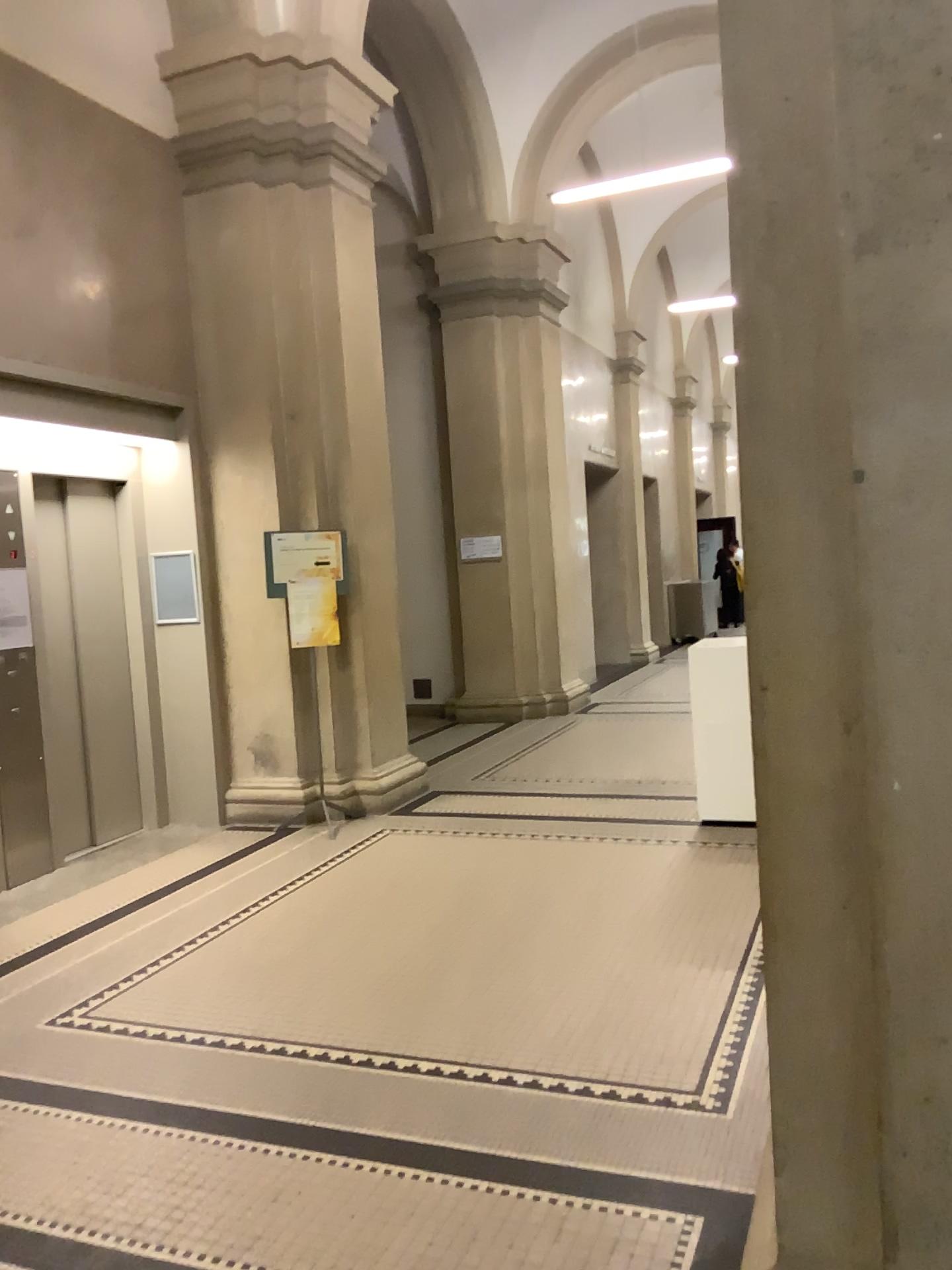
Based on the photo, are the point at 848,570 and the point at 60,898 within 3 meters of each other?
no
